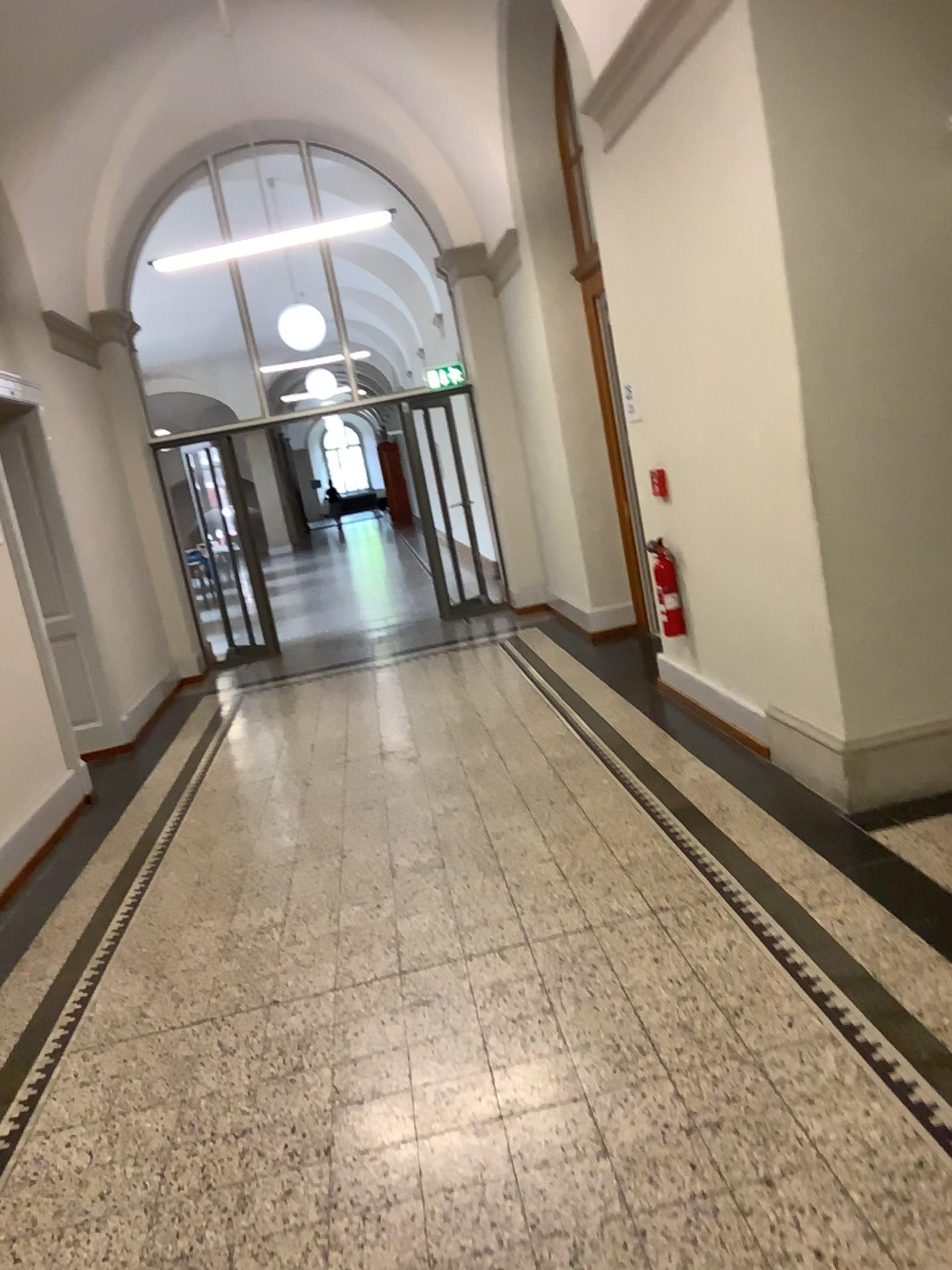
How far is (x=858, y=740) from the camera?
3.75m

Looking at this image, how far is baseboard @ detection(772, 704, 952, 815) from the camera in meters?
3.8 m

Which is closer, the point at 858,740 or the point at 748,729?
the point at 858,740

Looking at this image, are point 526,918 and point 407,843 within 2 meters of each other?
yes

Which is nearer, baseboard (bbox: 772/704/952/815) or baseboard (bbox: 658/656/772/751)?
baseboard (bbox: 772/704/952/815)
